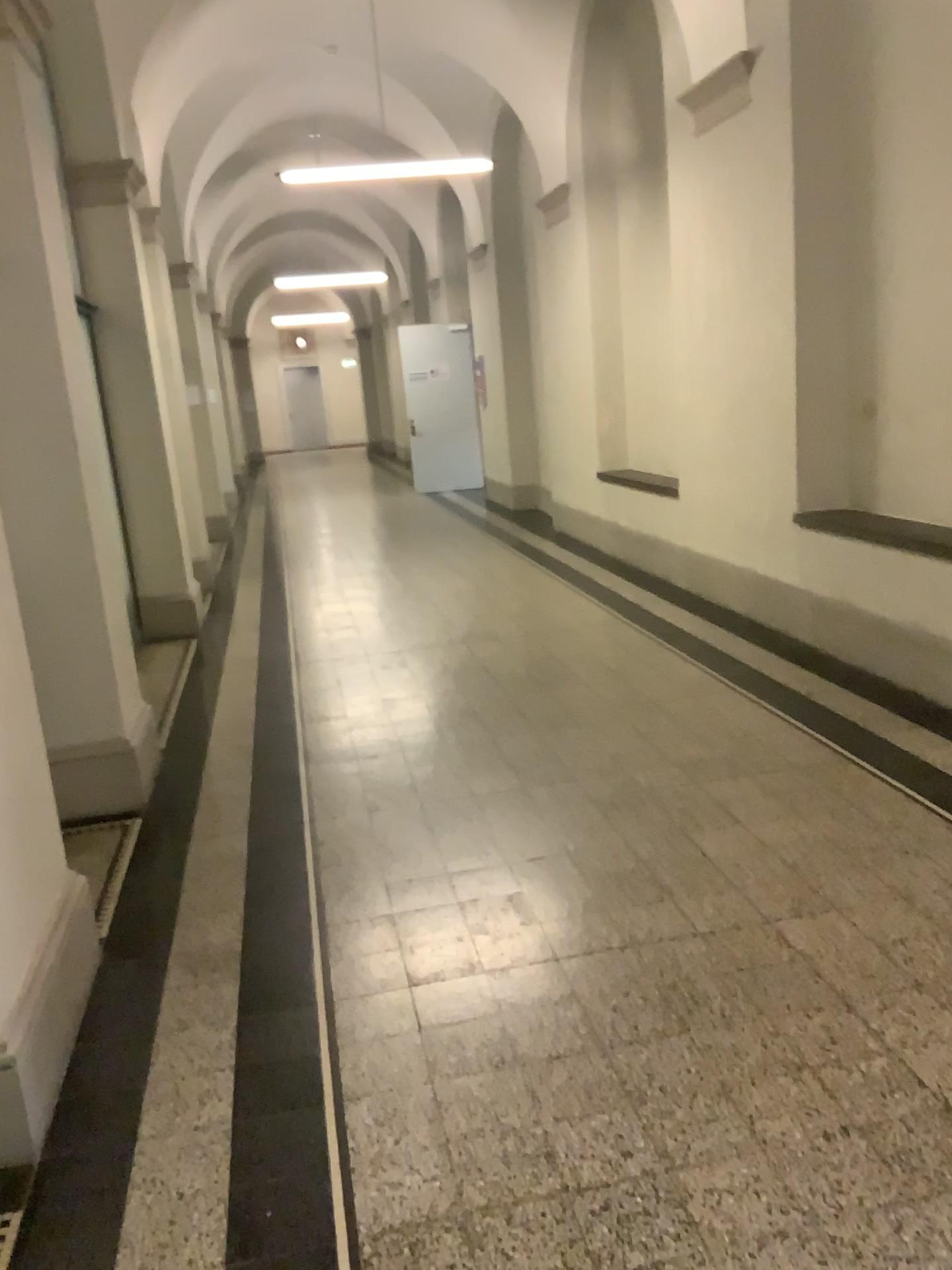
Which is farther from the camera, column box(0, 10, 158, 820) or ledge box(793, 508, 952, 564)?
ledge box(793, 508, 952, 564)

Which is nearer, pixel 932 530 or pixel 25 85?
pixel 25 85

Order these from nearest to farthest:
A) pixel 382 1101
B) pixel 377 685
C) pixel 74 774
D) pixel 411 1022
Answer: pixel 382 1101, pixel 411 1022, pixel 74 774, pixel 377 685

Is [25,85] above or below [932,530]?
above
